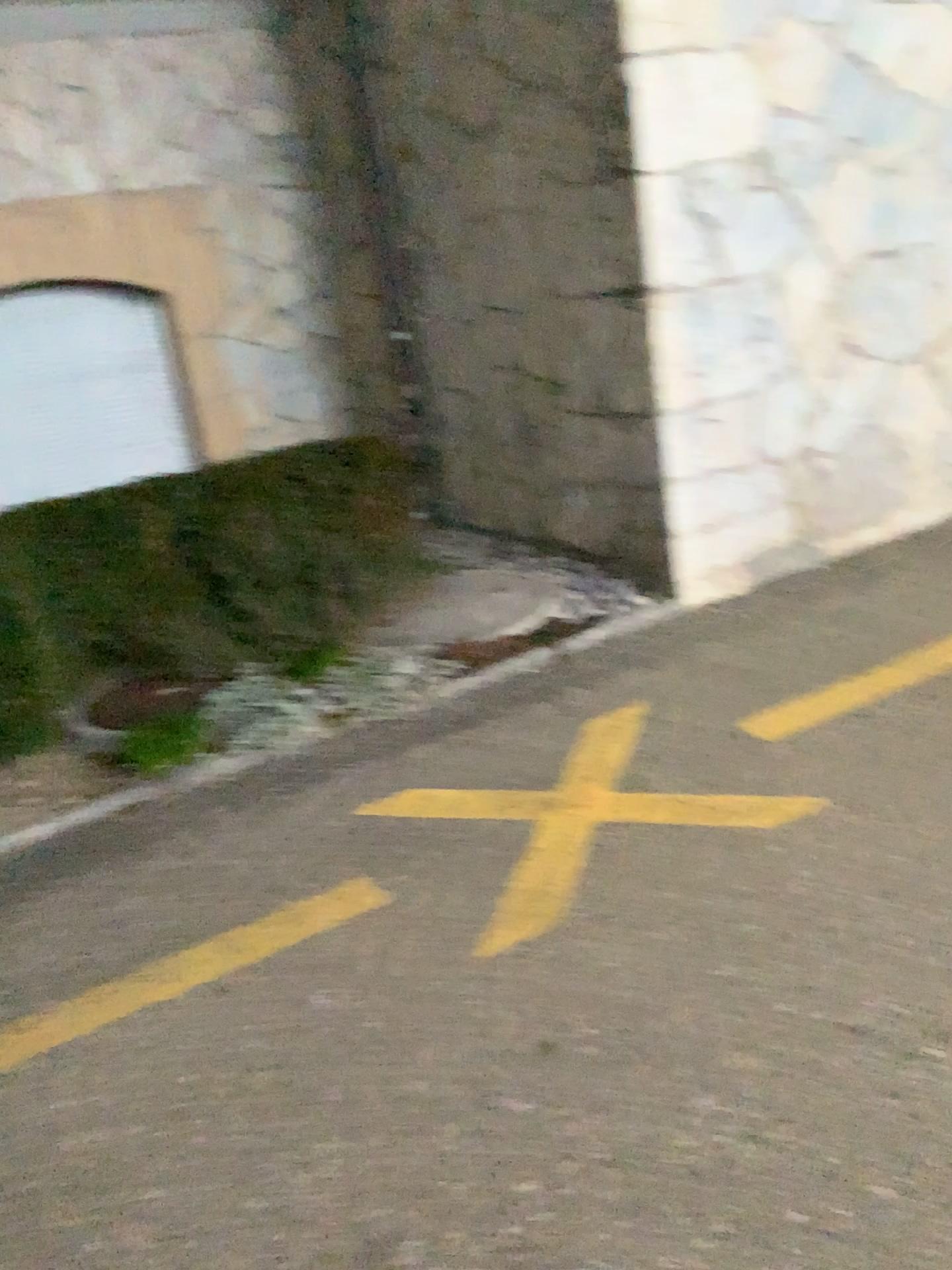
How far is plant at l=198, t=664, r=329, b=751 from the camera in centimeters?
342cm

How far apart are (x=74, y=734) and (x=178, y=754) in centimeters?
38cm

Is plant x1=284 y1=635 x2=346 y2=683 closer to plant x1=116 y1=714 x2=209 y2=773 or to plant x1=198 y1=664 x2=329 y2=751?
plant x1=198 y1=664 x2=329 y2=751

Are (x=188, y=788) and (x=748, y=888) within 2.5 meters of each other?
yes

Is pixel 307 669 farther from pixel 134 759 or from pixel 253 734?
pixel 134 759

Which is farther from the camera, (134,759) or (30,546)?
(30,546)

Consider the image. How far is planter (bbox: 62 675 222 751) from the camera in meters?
3.4

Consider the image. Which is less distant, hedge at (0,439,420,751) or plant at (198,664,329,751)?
plant at (198,664,329,751)

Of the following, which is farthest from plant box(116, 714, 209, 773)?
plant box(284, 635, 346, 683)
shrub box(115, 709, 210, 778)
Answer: plant box(284, 635, 346, 683)

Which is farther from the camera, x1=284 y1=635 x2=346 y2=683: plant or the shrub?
x1=284 y1=635 x2=346 y2=683: plant
